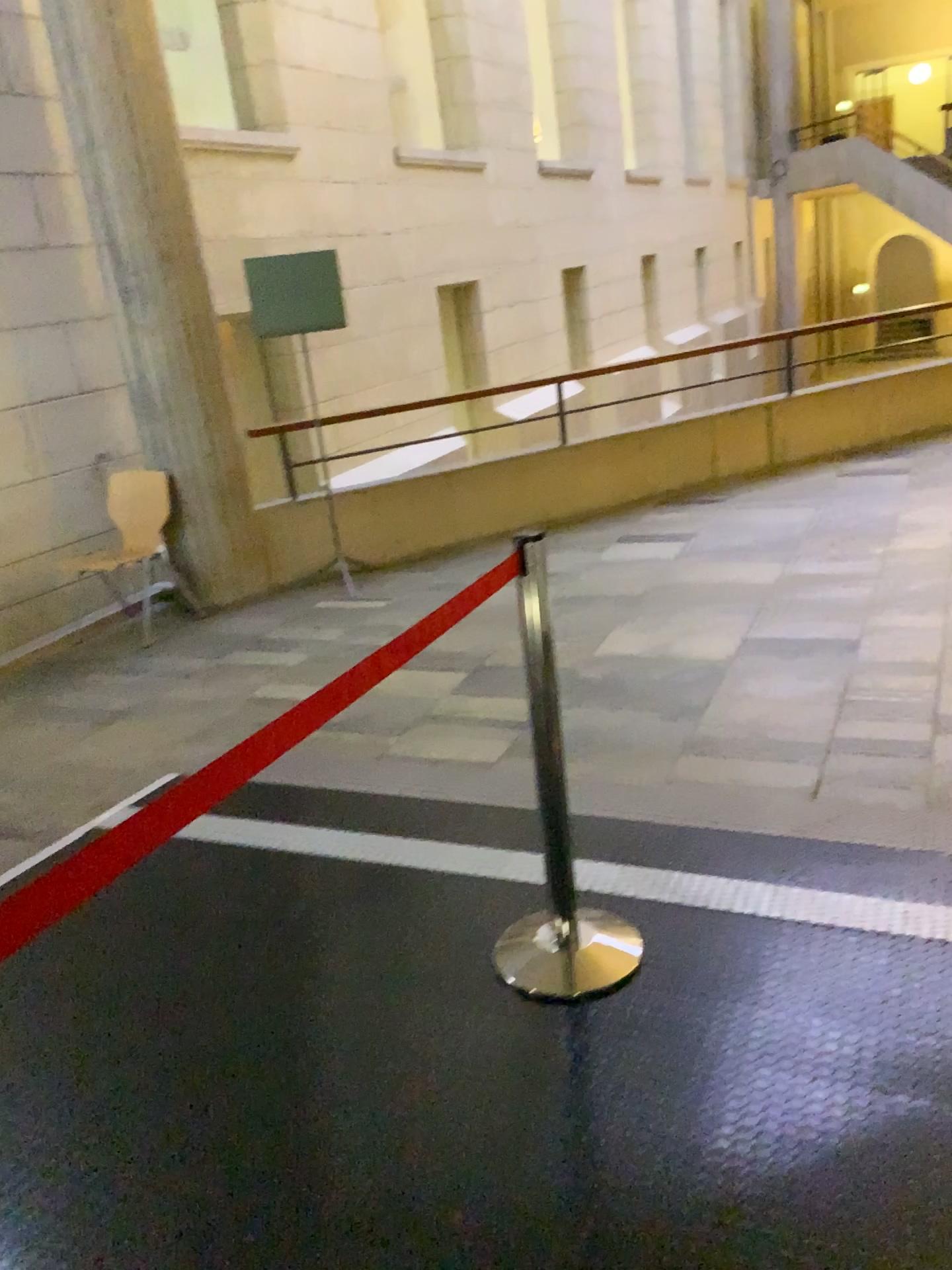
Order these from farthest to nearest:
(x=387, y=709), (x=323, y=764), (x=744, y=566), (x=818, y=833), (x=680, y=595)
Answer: (x=744, y=566) < (x=680, y=595) < (x=387, y=709) < (x=323, y=764) < (x=818, y=833)

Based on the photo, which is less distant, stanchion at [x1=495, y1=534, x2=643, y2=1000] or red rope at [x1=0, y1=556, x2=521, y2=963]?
red rope at [x1=0, y1=556, x2=521, y2=963]

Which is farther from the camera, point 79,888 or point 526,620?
point 526,620

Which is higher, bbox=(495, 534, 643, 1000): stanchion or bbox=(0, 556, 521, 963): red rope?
bbox=(0, 556, 521, 963): red rope
